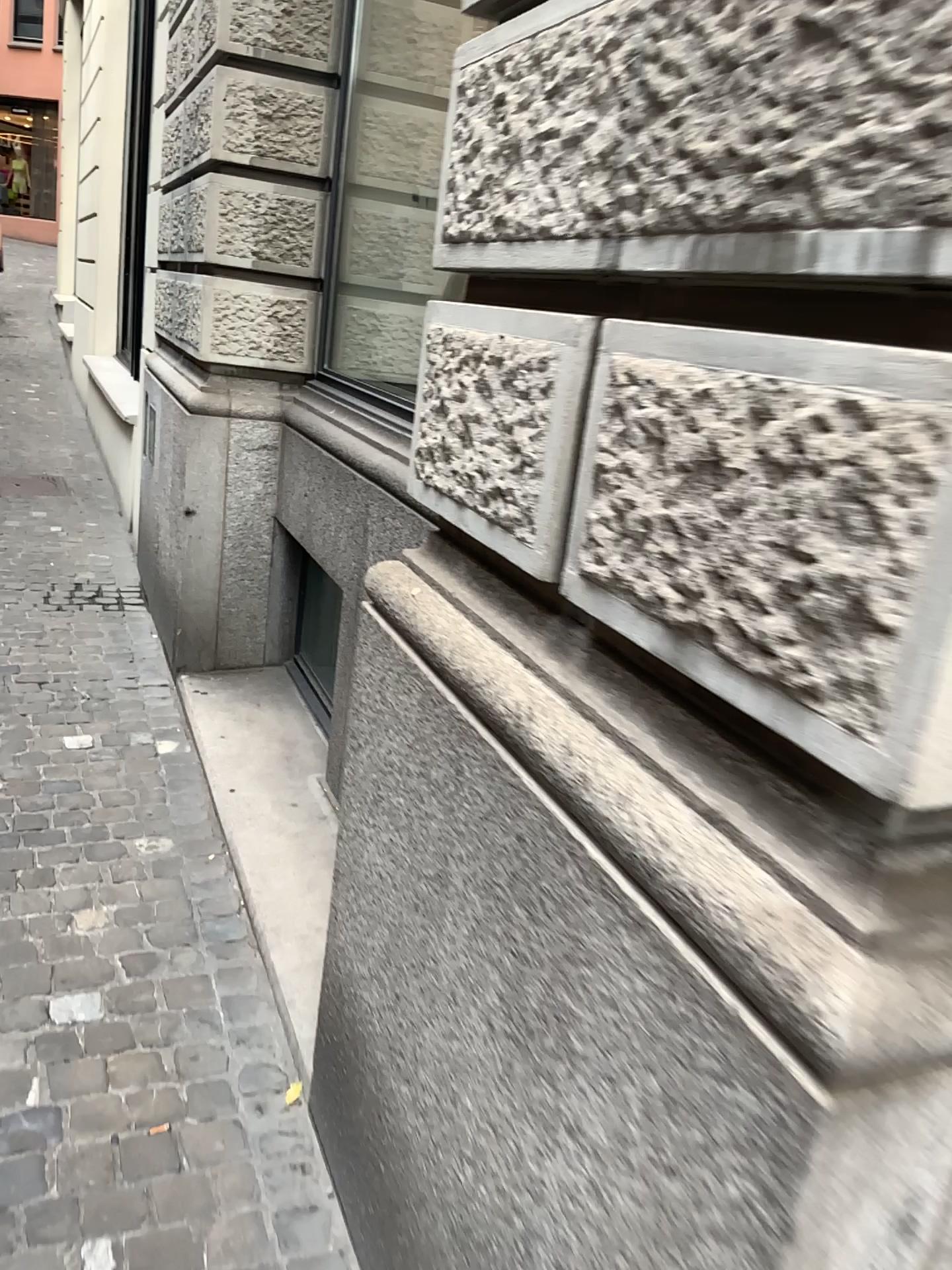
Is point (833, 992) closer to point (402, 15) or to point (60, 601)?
point (402, 15)

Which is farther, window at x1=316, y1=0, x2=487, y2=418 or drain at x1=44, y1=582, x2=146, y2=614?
drain at x1=44, y1=582, x2=146, y2=614

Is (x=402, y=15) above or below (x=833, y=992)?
above

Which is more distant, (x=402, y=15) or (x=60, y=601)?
(x=60, y=601)

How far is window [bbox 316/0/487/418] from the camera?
3.5 meters

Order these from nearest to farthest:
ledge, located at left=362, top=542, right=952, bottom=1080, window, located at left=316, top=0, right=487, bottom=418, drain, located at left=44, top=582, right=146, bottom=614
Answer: ledge, located at left=362, top=542, right=952, bottom=1080
window, located at left=316, top=0, right=487, bottom=418
drain, located at left=44, top=582, right=146, bottom=614

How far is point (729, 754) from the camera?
0.9 meters

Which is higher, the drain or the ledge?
the ledge

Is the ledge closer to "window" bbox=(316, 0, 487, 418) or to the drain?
"window" bbox=(316, 0, 487, 418)

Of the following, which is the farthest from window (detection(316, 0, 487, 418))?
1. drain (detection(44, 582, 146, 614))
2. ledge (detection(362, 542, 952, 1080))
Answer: ledge (detection(362, 542, 952, 1080))
